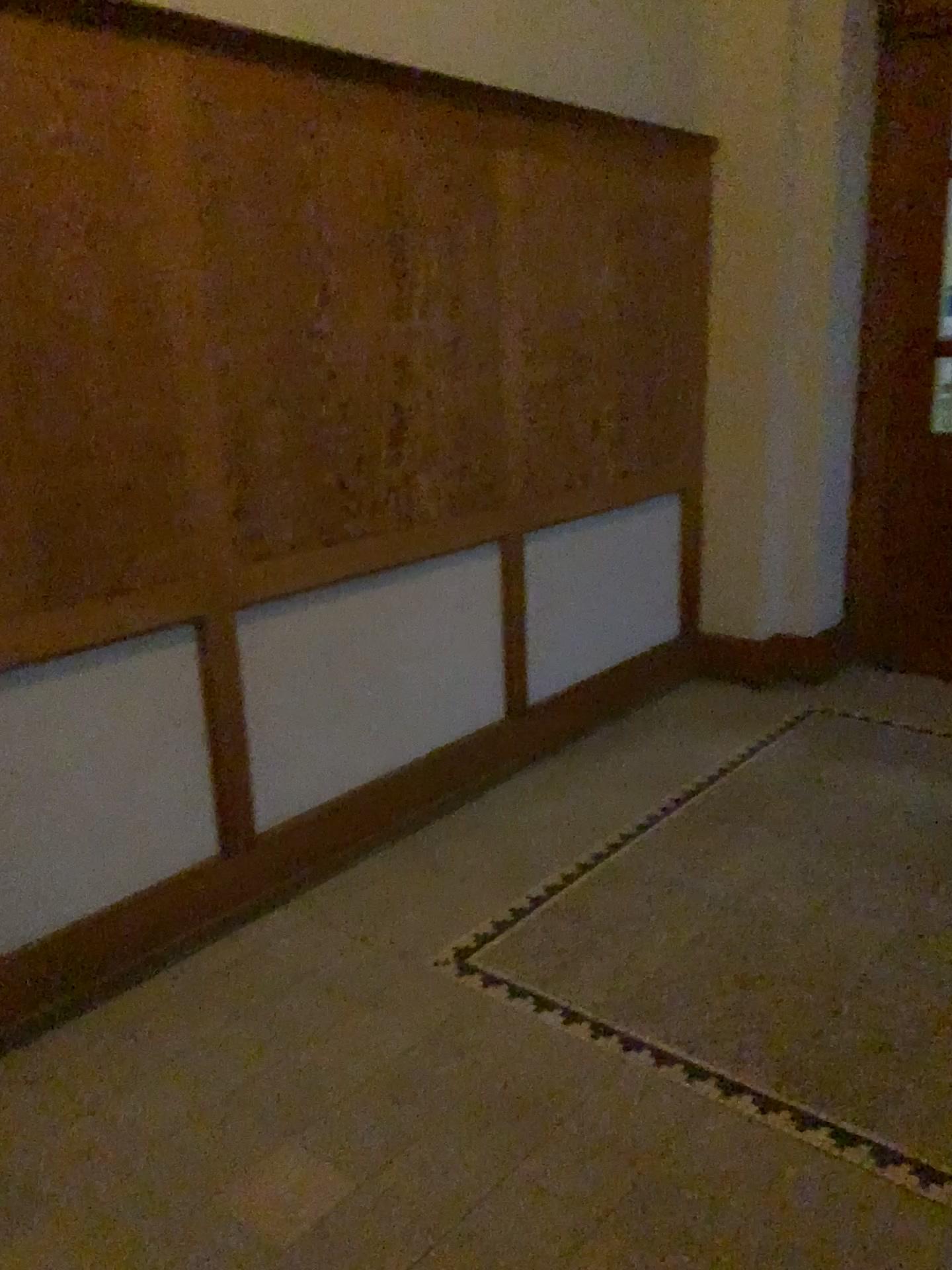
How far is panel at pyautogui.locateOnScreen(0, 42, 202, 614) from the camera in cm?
219

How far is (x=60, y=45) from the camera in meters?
2.2

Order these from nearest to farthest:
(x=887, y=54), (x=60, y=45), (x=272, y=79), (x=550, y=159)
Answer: (x=60, y=45)
(x=272, y=79)
(x=550, y=159)
(x=887, y=54)

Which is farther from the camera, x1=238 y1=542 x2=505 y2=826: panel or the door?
the door

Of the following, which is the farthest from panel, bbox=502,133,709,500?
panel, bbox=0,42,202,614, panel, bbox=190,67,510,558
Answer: panel, bbox=0,42,202,614

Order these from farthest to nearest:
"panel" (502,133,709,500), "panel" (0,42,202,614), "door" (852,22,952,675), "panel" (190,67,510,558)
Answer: "door" (852,22,952,675)
"panel" (502,133,709,500)
"panel" (190,67,510,558)
"panel" (0,42,202,614)

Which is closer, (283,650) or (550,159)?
(283,650)

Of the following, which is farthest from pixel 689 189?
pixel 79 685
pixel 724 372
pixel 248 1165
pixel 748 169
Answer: pixel 248 1165

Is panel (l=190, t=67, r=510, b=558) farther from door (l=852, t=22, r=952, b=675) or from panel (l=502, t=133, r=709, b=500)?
door (l=852, t=22, r=952, b=675)

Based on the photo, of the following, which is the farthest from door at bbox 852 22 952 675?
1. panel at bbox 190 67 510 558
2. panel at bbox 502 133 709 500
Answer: panel at bbox 190 67 510 558
